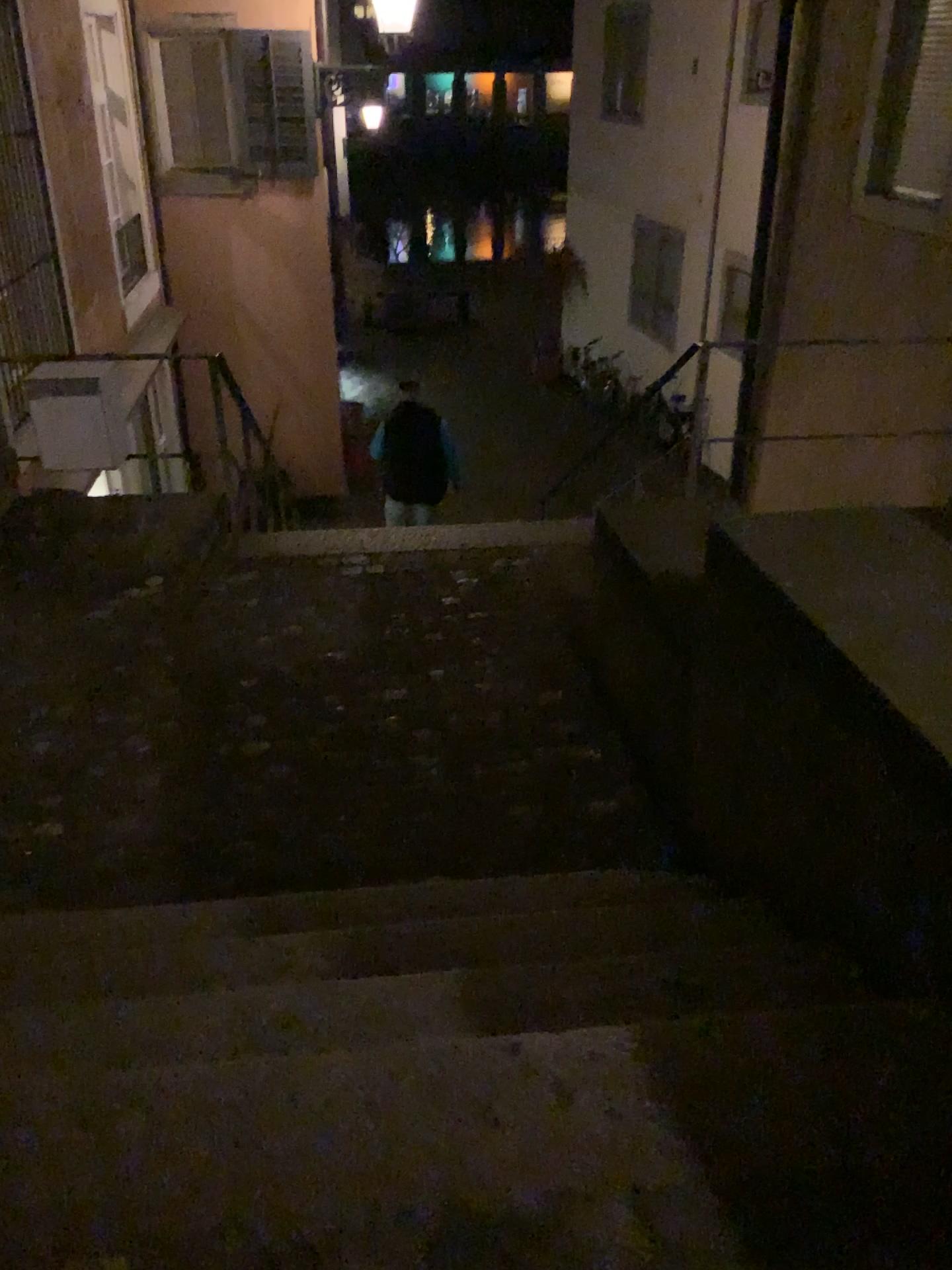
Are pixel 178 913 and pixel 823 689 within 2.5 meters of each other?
yes
